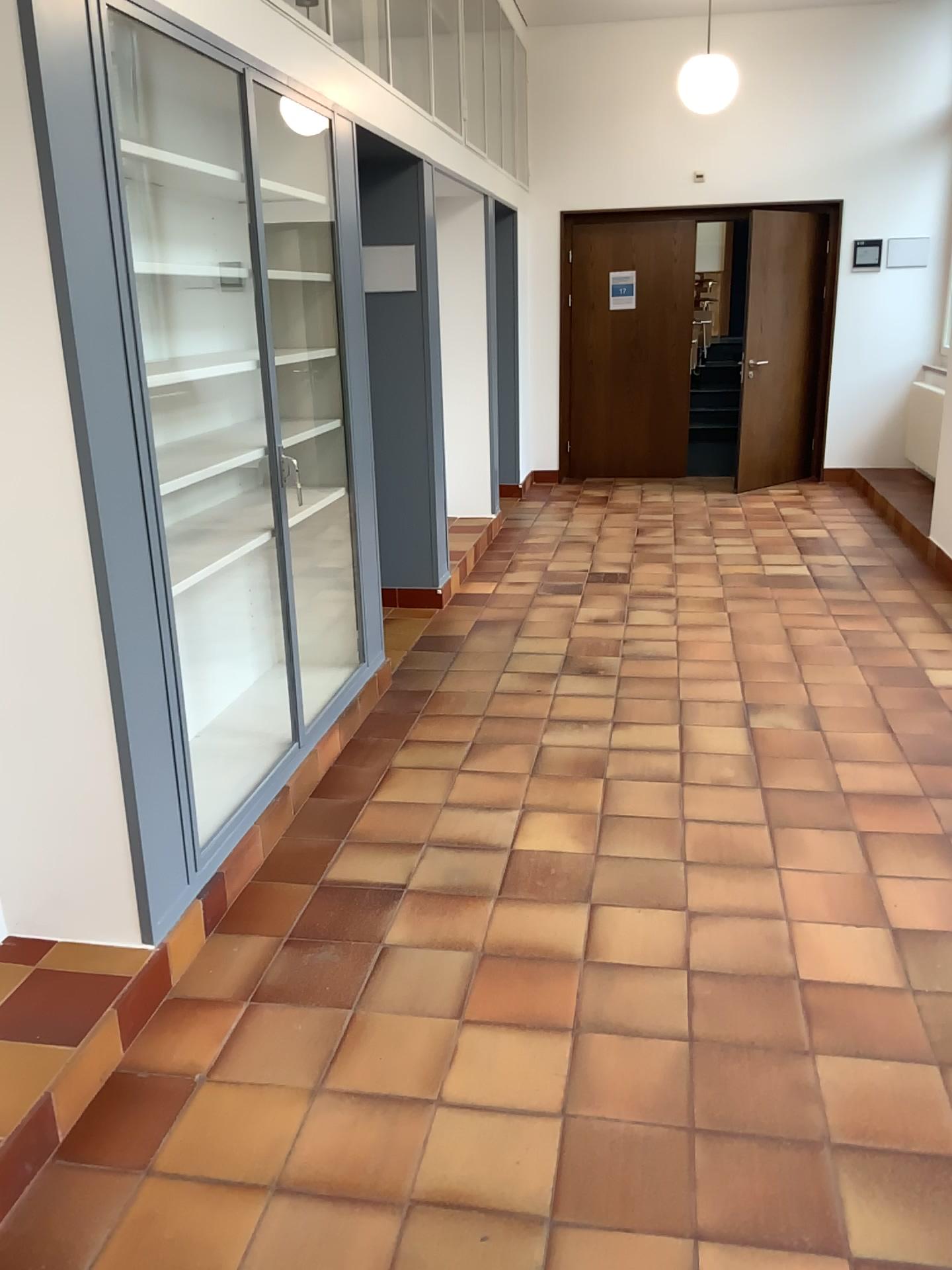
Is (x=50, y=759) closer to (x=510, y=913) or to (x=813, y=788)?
(x=510, y=913)
